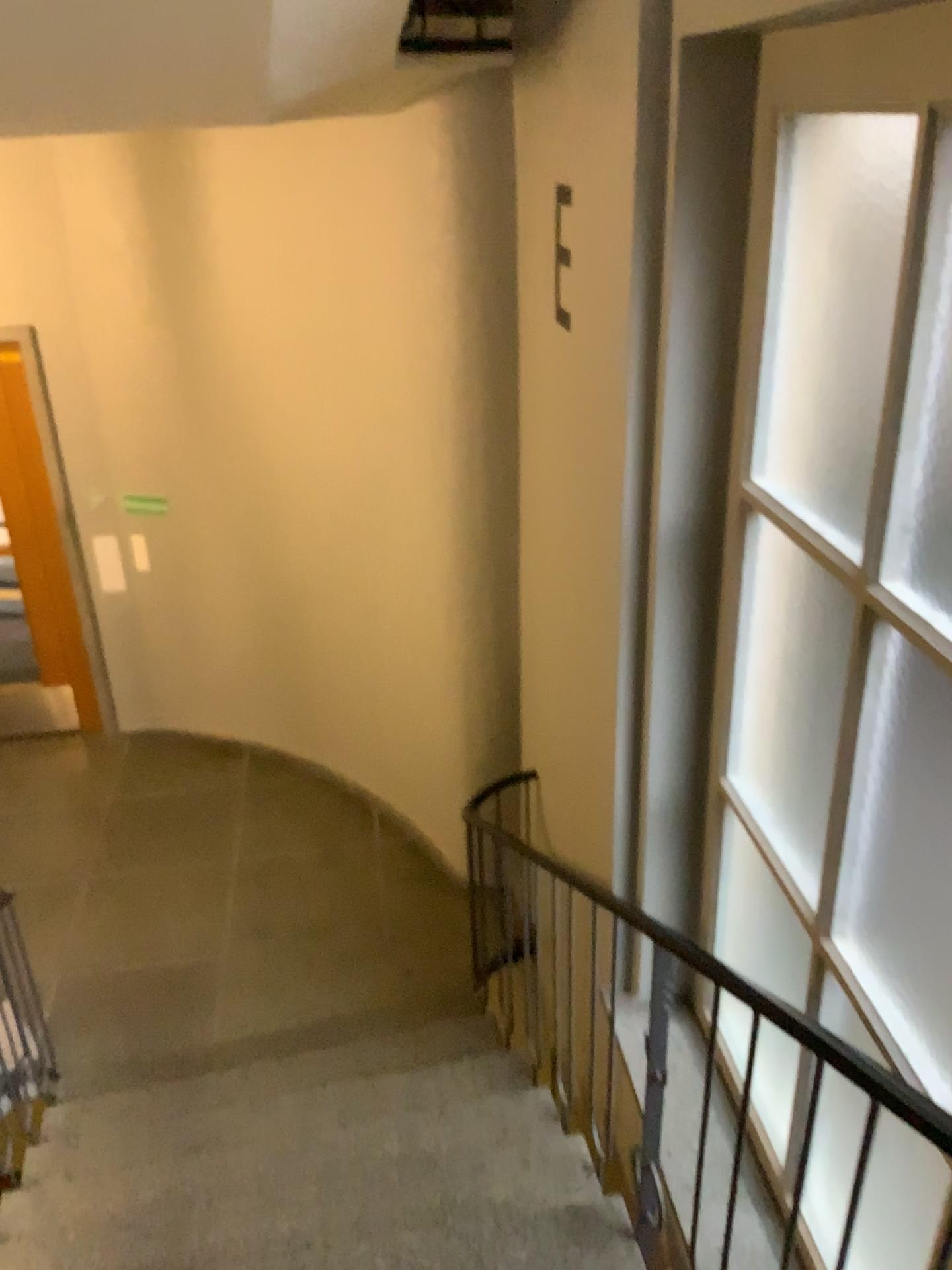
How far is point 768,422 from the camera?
2.59m
